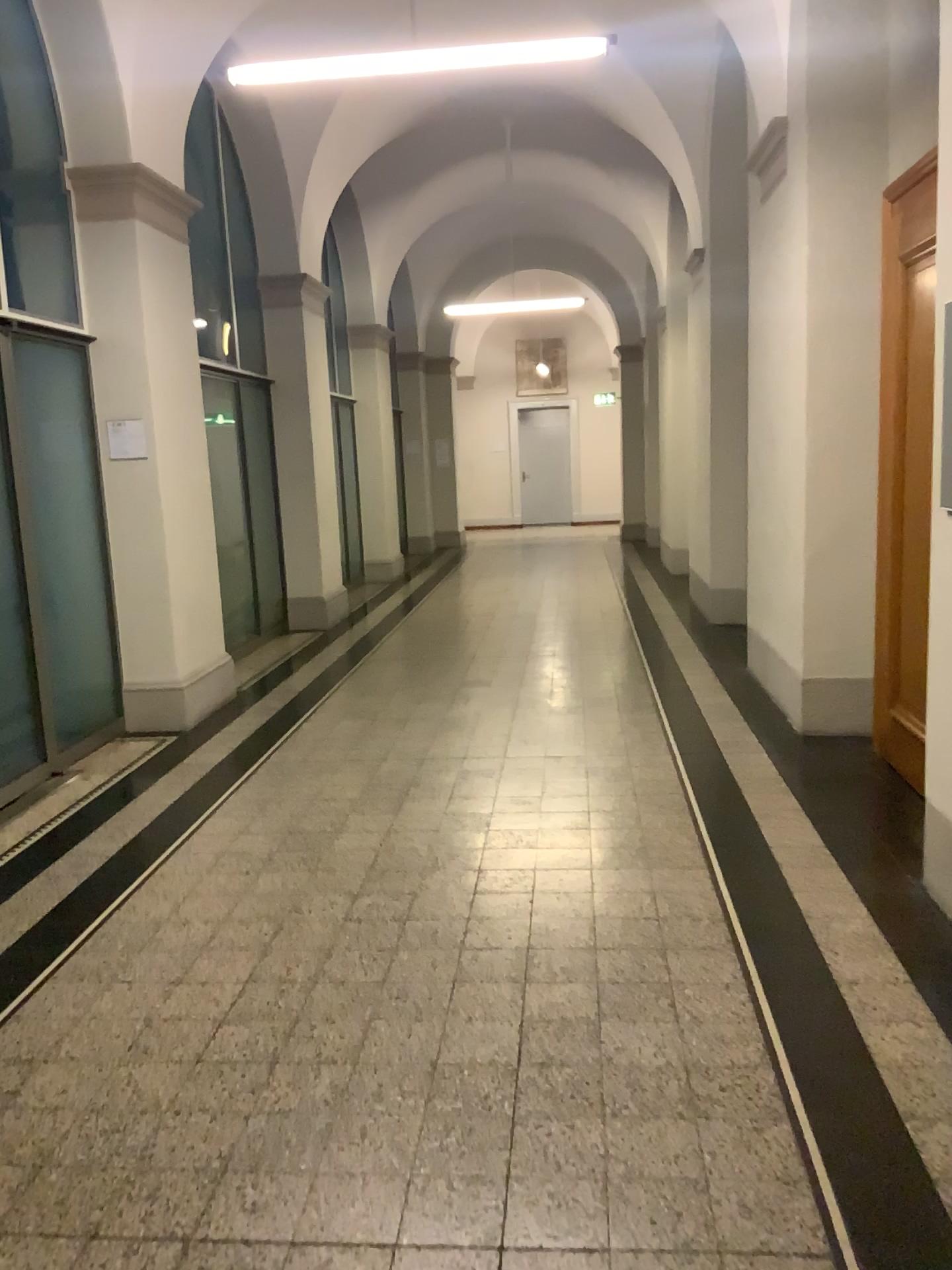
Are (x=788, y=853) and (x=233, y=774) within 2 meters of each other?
no
